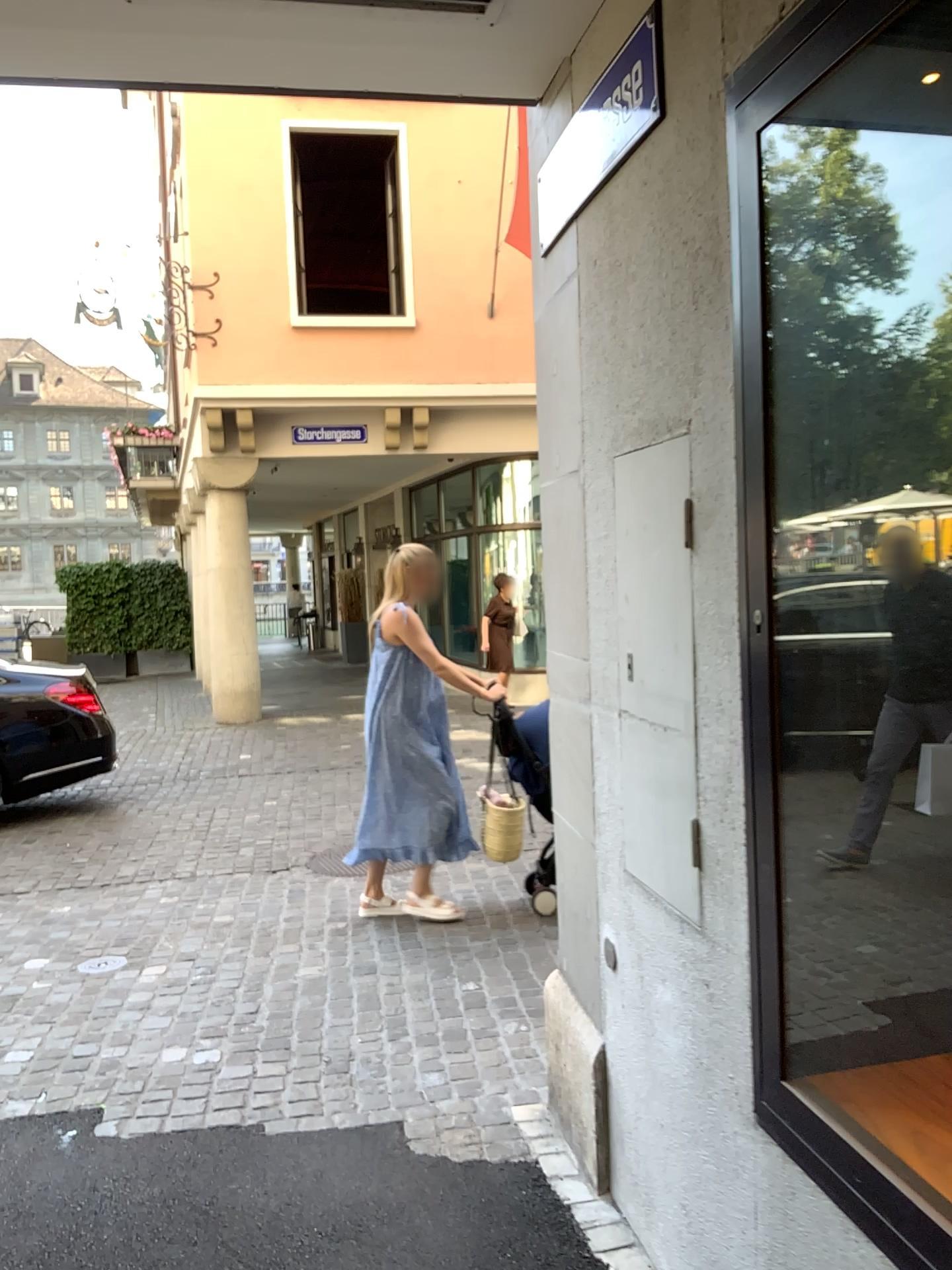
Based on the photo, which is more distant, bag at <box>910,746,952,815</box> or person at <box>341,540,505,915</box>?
person at <box>341,540,505,915</box>

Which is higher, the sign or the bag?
the sign

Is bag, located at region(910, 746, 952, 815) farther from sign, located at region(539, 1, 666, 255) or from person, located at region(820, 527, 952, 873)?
sign, located at region(539, 1, 666, 255)

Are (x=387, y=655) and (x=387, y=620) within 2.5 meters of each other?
yes

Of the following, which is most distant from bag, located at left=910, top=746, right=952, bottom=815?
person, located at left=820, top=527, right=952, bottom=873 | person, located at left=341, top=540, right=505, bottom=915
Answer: person, located at left=341, top=540, right=505, bottom=915

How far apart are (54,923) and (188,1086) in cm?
192

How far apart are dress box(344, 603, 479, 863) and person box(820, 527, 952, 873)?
3.1m

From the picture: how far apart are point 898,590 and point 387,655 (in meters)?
3.22

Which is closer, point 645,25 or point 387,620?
point 645,25

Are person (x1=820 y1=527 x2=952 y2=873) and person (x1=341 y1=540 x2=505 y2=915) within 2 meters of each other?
no
